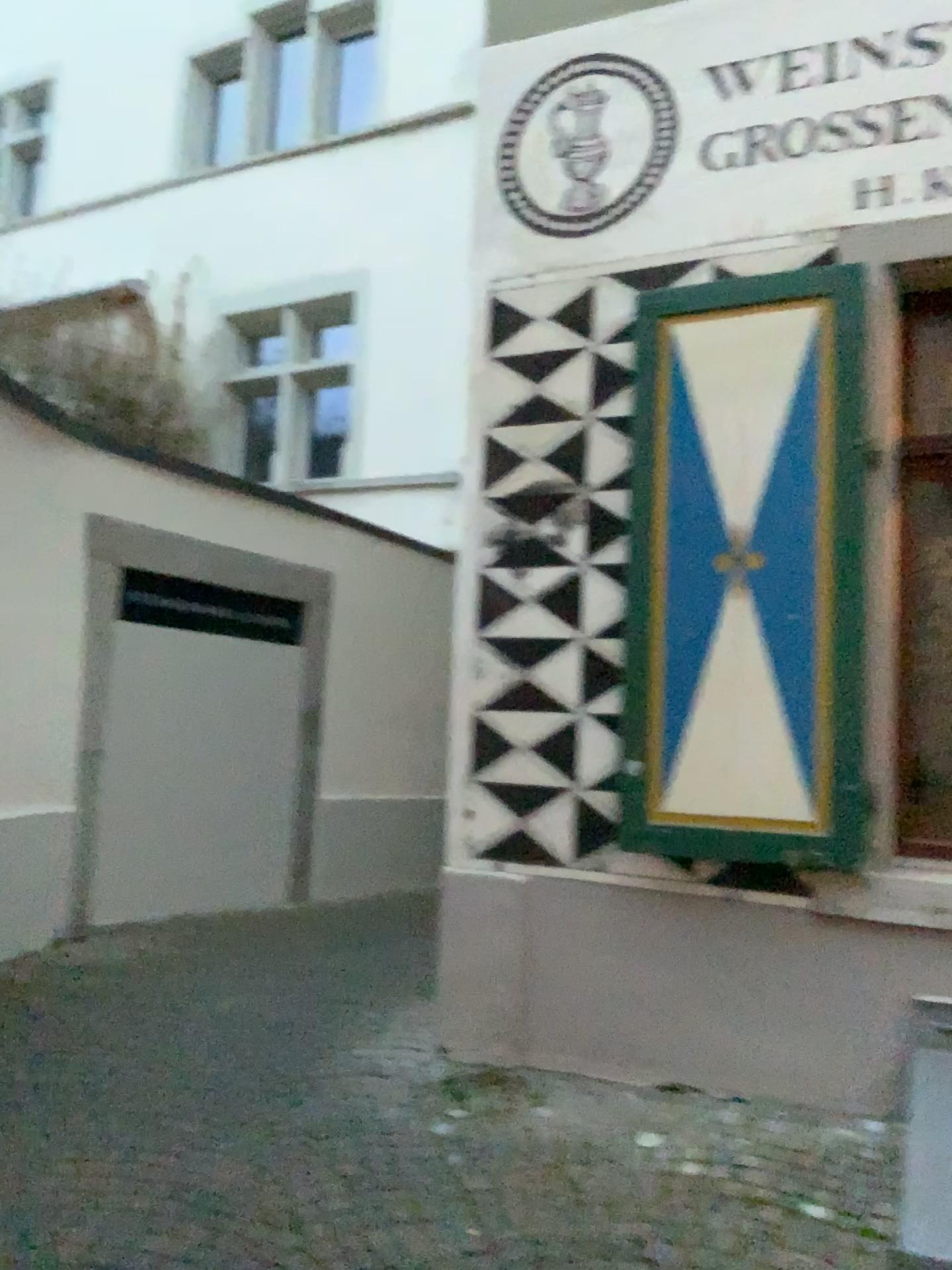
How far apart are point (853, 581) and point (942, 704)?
0.48m

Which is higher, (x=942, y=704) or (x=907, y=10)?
(x=907, y=10)

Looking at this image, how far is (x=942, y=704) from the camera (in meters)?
3.33

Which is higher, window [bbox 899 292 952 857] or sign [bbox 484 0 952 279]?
sign [bbox 484 0 952 279]

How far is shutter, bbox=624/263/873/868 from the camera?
3.32m

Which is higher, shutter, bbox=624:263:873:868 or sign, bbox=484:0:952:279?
sign, bbox=484:0:952:279

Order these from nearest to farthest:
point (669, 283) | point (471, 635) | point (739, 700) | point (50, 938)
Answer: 1. point (739, 700)
2. point (669, 283)
3. point (471, 635)
4. point (50, 938)

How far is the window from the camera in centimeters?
333cm
